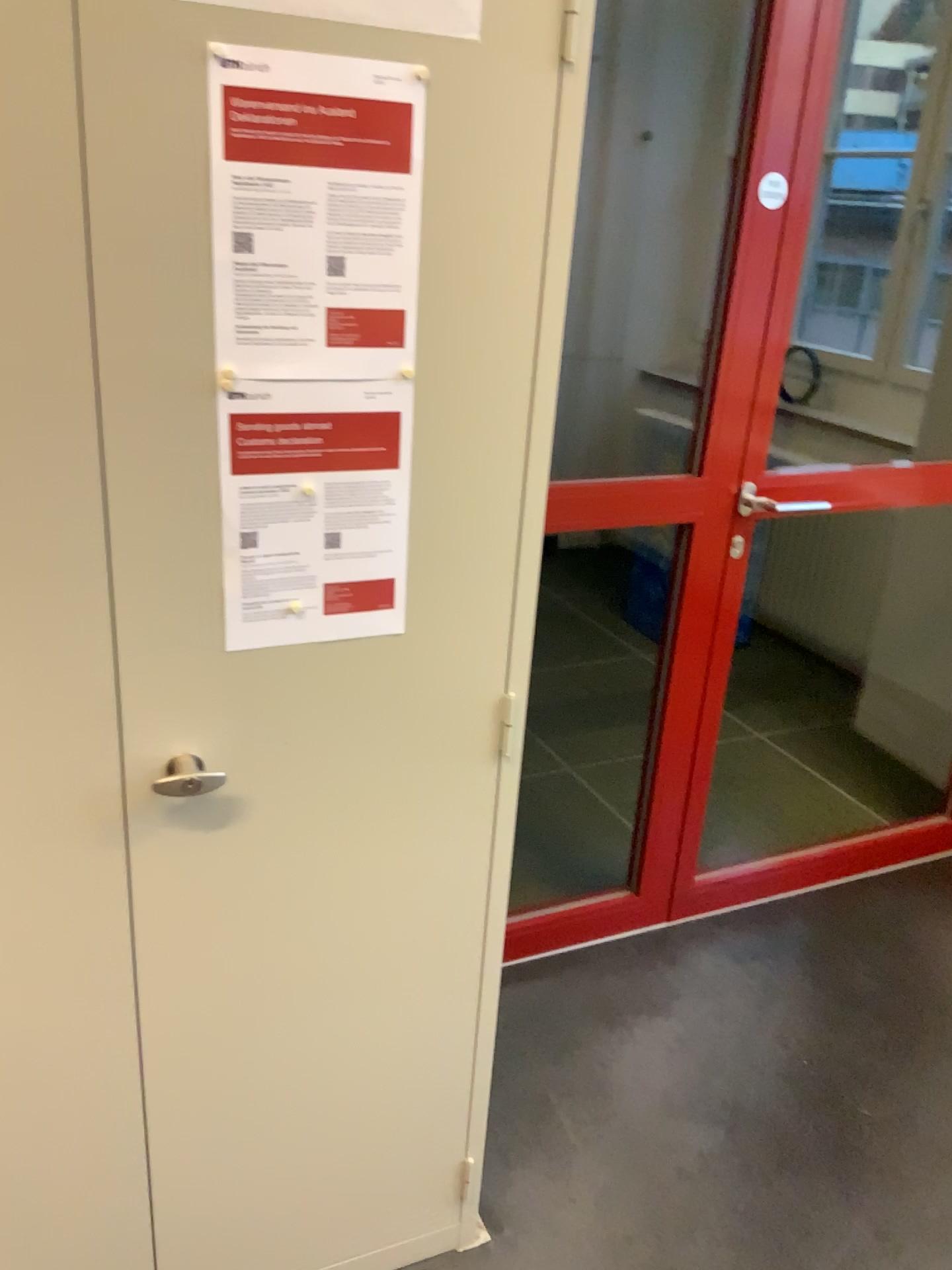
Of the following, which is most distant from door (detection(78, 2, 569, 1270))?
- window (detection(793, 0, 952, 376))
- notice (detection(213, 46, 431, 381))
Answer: window (detection(793, 0, 952, 376))

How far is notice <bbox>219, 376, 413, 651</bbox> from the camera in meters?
1.1

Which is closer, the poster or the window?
the poster

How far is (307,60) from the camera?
0.99m

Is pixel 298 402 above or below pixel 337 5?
below

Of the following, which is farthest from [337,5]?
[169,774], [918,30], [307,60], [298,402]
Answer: [918,30]

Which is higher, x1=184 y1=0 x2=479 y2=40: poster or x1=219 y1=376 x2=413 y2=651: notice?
x1=184 y1=0 x2=479 y2=40: poster

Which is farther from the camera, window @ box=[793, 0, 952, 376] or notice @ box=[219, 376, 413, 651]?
window @ box=[793, 0, 952, 376]

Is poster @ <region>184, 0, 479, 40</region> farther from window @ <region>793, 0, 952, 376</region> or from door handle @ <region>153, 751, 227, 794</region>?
window @ <region>793, 0, 952, 376</region>

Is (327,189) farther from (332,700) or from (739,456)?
(739,456)
